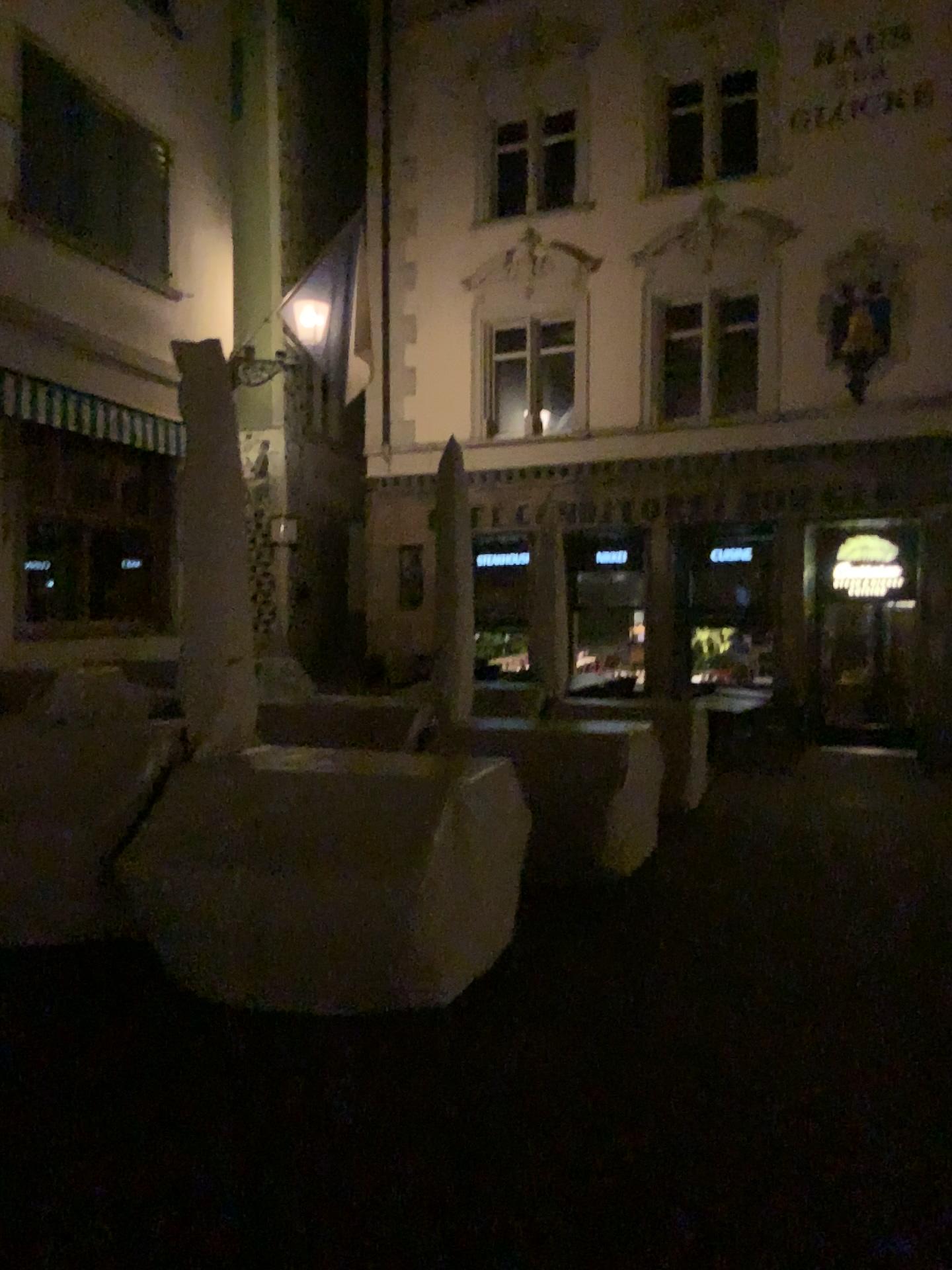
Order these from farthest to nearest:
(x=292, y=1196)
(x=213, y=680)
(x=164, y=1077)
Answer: (x=213, y=680) < (x=164, y=1077) < (x=292, y=1196)
